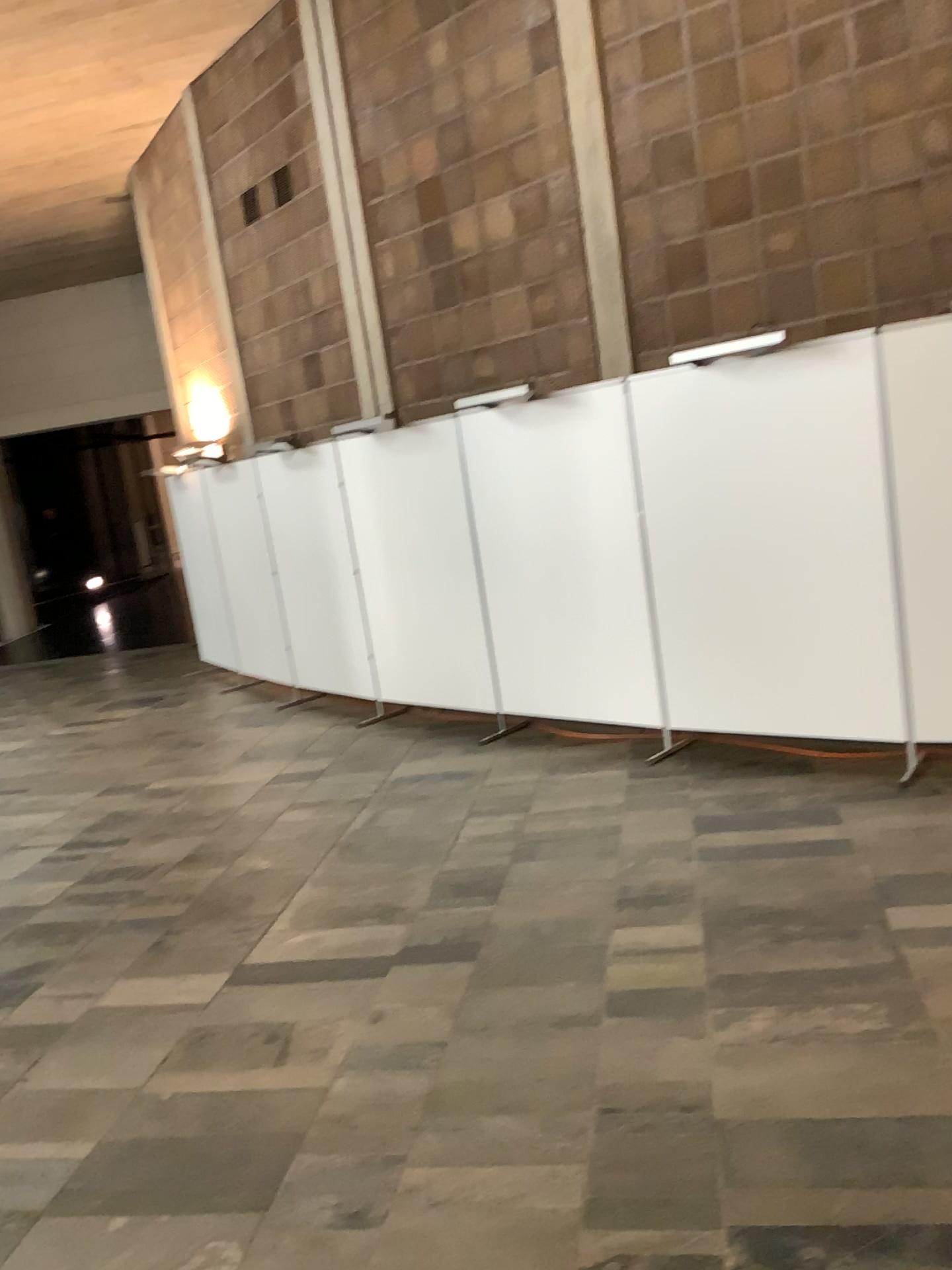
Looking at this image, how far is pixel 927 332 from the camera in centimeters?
438cm

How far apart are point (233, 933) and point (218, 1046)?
0.9 meters

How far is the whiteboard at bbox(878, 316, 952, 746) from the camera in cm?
438
